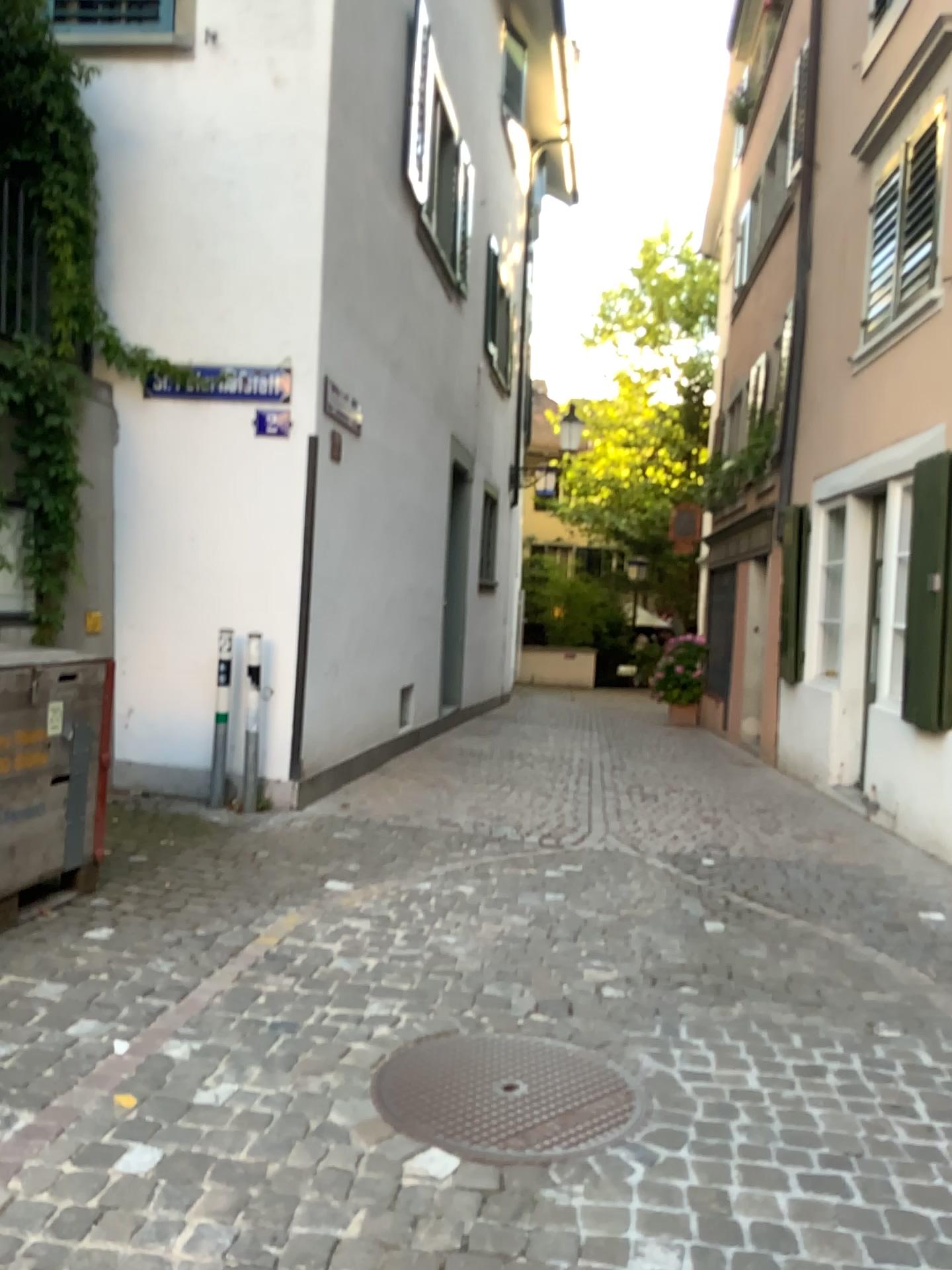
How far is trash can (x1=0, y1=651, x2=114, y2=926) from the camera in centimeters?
378cm

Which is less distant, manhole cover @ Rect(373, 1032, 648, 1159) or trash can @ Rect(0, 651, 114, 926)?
manhole cover @ Rect(373, 1032, 648, 1159)

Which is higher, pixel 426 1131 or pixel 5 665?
pixel 5 665

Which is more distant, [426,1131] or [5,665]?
[5,665]

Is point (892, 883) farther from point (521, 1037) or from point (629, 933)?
point (521, 1037)

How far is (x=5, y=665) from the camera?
3.8m
